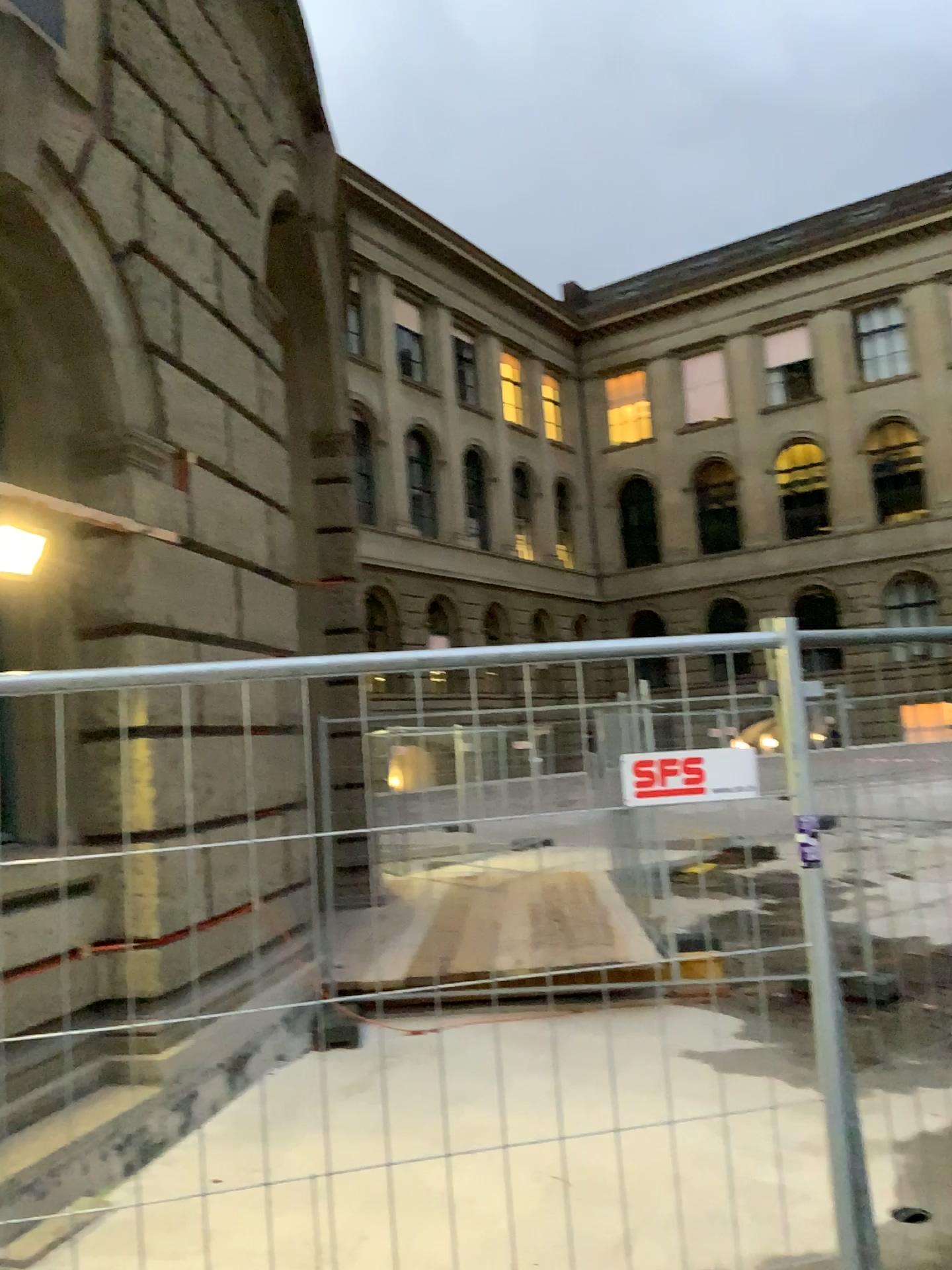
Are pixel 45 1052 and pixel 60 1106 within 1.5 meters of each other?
yes
